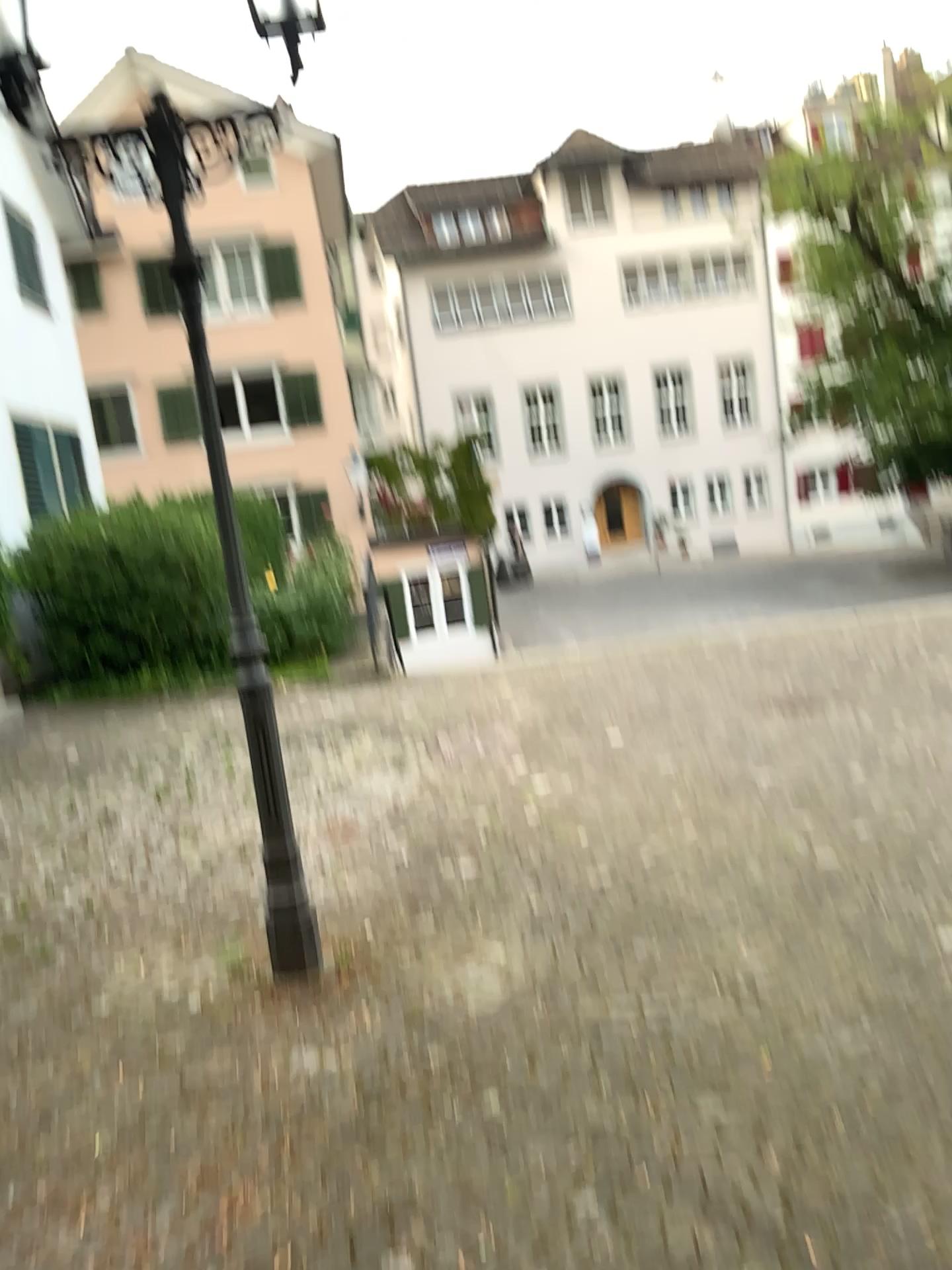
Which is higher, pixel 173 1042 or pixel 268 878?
pixel 268 878
